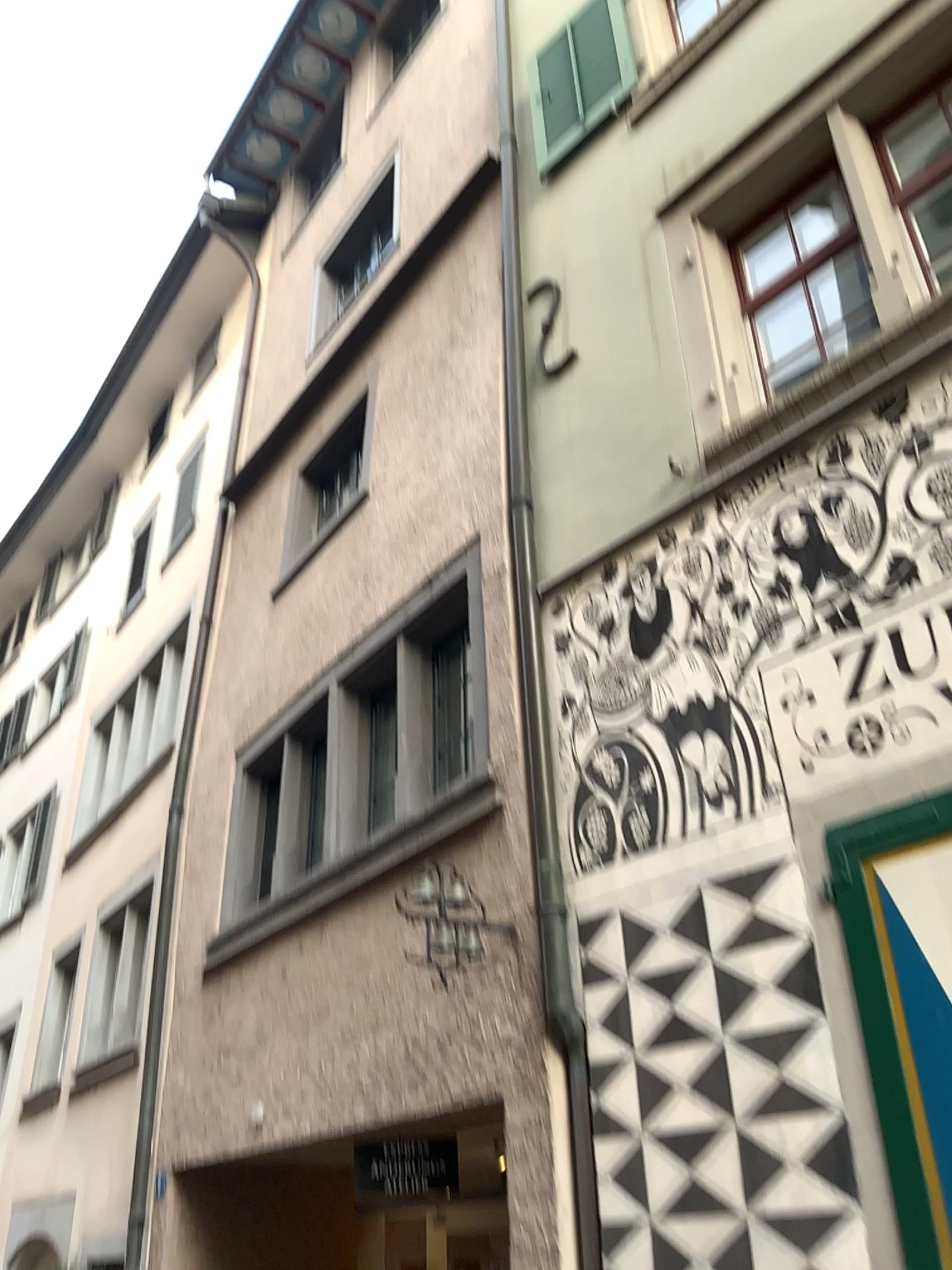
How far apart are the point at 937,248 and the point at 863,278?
0.3m

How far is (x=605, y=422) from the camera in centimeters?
507cm

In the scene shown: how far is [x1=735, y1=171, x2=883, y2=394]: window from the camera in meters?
4.4 m

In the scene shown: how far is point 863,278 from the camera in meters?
4.4

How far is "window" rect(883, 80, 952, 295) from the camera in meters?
4.2

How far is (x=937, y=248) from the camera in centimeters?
421cm
